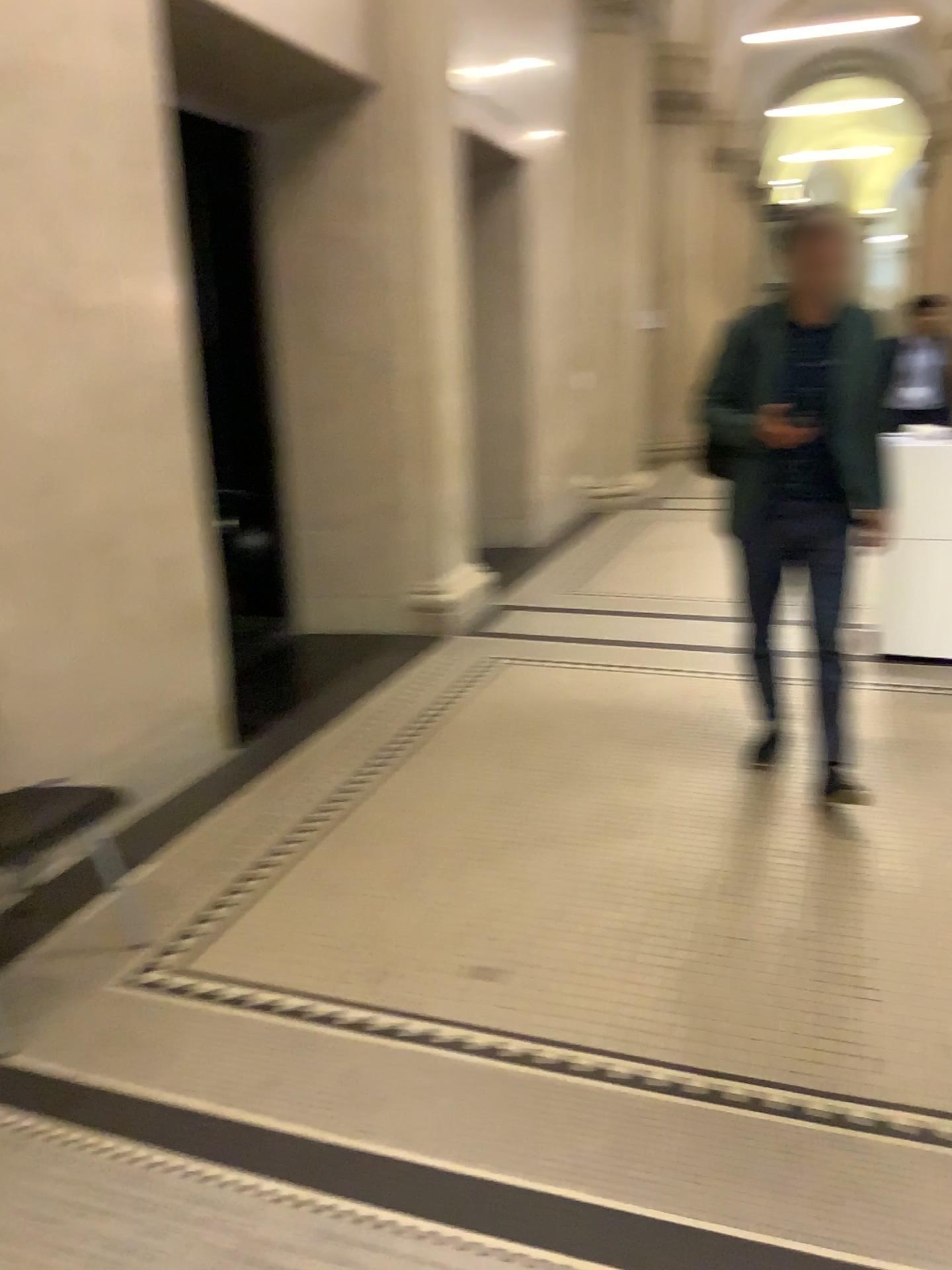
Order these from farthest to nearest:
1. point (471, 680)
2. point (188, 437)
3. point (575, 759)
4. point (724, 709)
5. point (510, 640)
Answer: point (510, 640)
point (471, 680)
point (724, 709)
point (575, 759)
point (188, 437)
